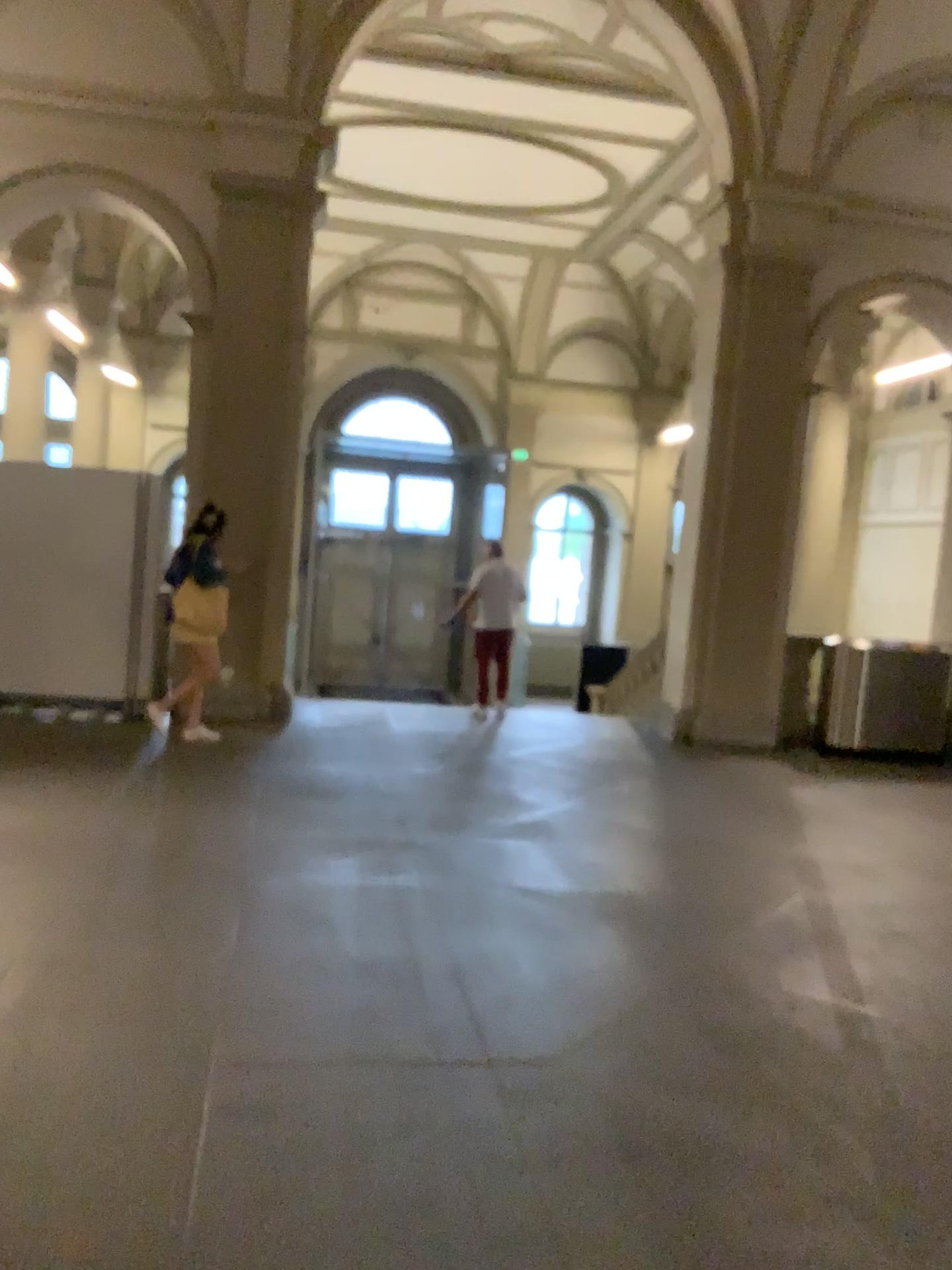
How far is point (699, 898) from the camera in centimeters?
489cm
